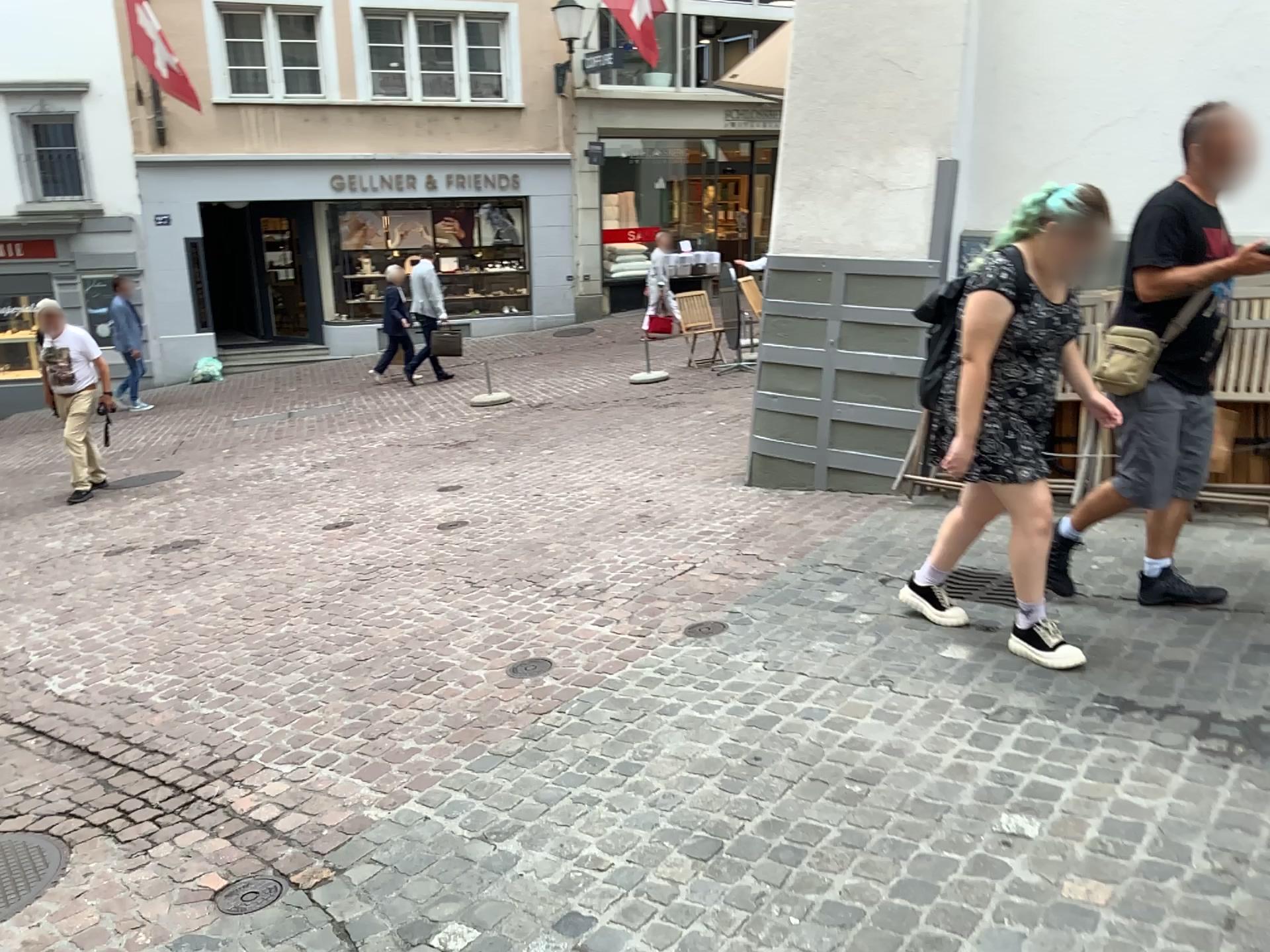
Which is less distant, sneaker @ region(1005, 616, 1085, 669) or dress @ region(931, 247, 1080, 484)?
dress @ region(931, 247, 1080, 484)

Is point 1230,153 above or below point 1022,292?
above

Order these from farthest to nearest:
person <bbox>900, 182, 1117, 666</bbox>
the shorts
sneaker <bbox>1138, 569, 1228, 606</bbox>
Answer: sneaker <bbox>1138, 569, 1228, 606</bbox> < the shorts < person <bbox>900, 182, 1117, 666</bbox>

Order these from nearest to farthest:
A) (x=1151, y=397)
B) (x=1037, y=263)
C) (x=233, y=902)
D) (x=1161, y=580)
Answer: (x=233, y=902) → (x=1037, y=263) → (x=1151, y=397) → (x=1161, y=580)

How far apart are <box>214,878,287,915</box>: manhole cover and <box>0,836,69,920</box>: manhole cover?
0.5m

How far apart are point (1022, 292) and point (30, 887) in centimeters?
330cm

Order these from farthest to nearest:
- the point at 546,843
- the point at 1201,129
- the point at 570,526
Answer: the point at 570,526 → the point at 1201,129 → the point at 546,843

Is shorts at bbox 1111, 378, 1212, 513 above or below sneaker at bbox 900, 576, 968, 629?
above

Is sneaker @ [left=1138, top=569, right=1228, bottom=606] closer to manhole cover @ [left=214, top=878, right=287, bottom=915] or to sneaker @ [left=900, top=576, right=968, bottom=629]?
sneaker @ [left=900, top=576, right=968, bottom=629]

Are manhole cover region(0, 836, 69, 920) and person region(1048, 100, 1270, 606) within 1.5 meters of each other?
no
